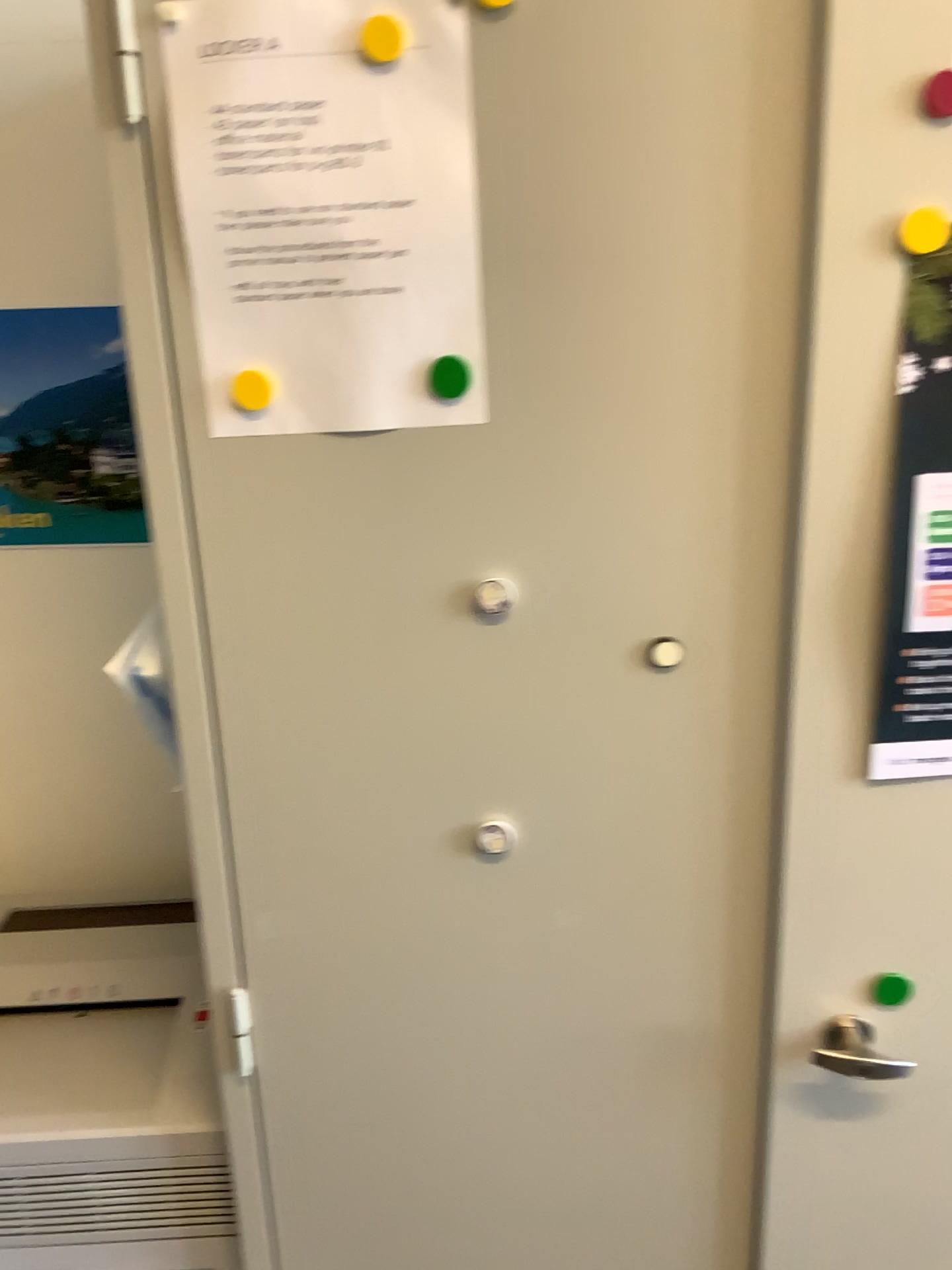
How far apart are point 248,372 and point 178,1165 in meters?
0.8

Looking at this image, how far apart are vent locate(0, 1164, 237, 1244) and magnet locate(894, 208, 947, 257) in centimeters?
103cm

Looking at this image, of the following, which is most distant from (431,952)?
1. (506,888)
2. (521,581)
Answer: (521,581)

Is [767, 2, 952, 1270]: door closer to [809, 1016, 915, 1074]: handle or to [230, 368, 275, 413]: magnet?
[809, 1016, 915, 1074]: handle

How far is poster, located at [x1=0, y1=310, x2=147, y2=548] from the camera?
1.3m

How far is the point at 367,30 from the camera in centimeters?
73cm

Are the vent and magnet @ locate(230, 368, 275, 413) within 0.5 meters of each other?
no

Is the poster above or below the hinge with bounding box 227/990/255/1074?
above

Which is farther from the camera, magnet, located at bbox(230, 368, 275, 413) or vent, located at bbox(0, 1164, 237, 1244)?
vent, located at bbox(0, 1164, 237, 1244)

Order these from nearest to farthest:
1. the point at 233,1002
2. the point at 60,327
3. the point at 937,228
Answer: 1. the point at 937,228
2. the point at 233,1002
3. the point at 60,327
